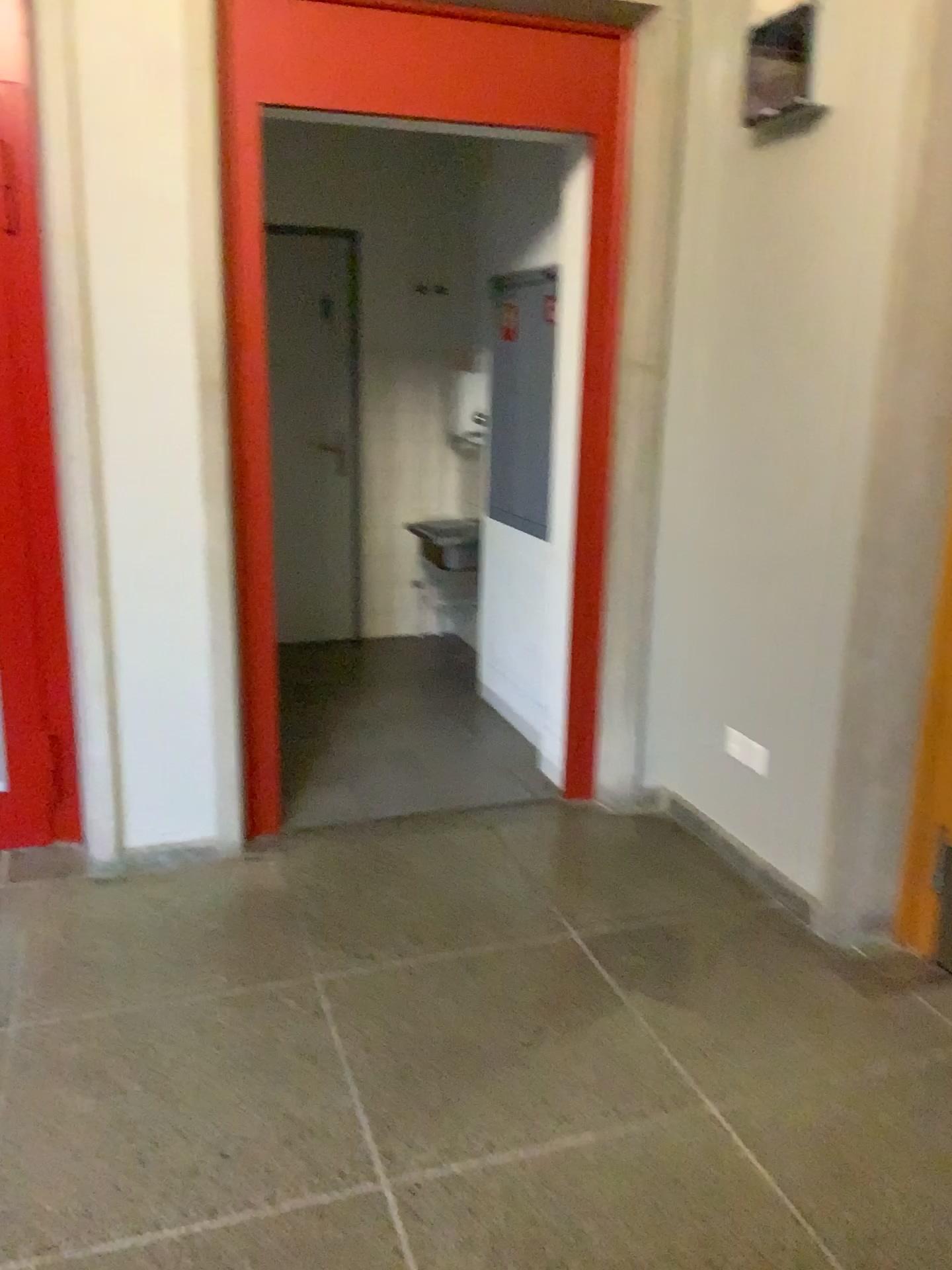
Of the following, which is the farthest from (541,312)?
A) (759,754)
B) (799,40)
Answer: (759,754)

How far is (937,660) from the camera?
2.5 meters

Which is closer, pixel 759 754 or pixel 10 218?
pixel 10 218

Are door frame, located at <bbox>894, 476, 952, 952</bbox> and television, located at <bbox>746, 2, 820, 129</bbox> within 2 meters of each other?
yes

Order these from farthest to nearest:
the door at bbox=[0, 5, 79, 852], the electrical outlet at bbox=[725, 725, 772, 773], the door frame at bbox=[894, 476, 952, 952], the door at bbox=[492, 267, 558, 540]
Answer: the door at bbox=[492, 267, 558, 540] → the electrical outlet at bbox=[725, 725, 772, 773] → the door at bbox=[0, 5, 79, 852] → the door frame at bbox=[894, 476, 952, 952]

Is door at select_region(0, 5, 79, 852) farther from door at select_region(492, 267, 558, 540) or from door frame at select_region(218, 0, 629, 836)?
door at select_region(492, 267, 558, 540)

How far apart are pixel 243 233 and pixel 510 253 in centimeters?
153cm

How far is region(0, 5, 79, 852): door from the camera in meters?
2.8

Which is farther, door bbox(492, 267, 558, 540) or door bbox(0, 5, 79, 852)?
door bbox(492, 267, 558, 540)

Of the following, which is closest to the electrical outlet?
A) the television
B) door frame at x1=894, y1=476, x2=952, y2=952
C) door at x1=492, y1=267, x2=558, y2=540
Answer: door frame at x1=894, y1=476, x2=952, y2=952
